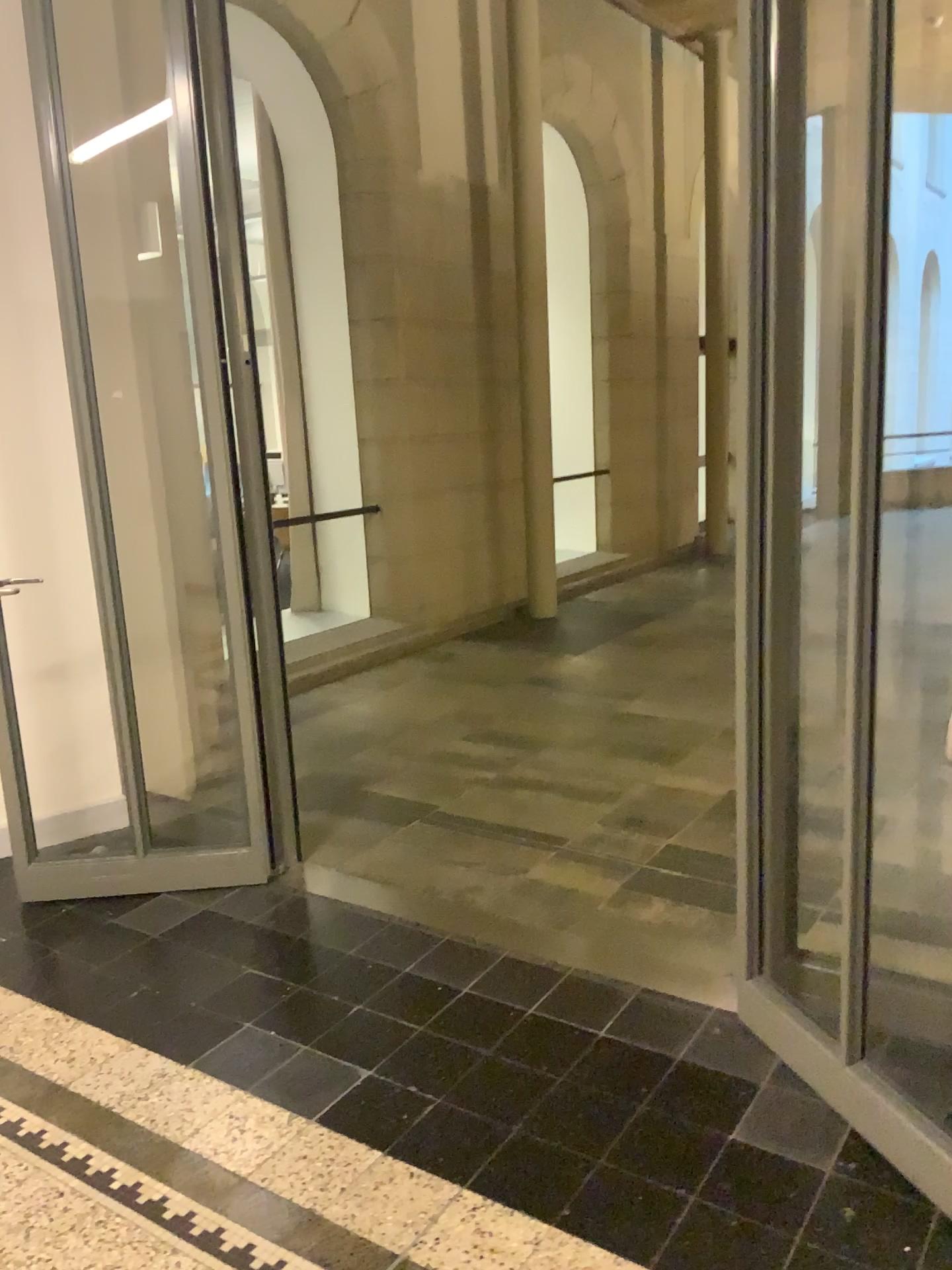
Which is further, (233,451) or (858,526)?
(233,451)

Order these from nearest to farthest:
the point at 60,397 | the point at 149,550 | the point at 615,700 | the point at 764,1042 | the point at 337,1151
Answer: the point at 337,1151 < the point at 764,1042 < the point at 60,397 < the point at 149,550 < the point at 615,700

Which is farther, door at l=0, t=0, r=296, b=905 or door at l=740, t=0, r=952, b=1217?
door at l=0, t=0, r=296, b=905
